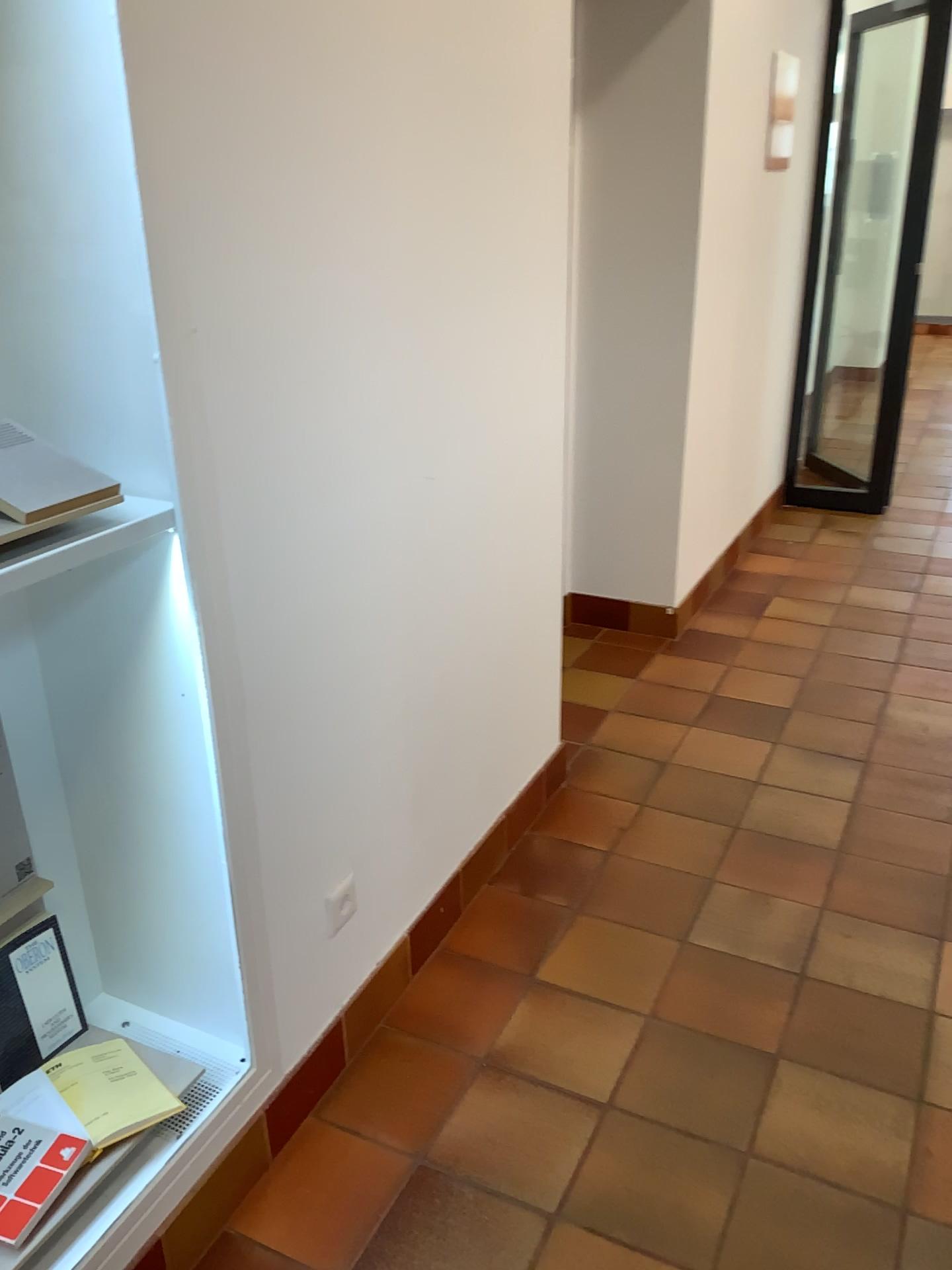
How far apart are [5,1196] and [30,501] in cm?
98

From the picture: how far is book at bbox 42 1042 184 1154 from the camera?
1.56m

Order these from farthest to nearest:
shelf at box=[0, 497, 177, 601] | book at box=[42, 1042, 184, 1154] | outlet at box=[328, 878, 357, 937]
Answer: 1. outlet at box=[328, 878, 357, 937]
2. book at box=[42, 1042, 184, 1154]
3. shelf at box=[0, 497, 177, 601]

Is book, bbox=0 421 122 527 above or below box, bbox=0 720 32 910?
above

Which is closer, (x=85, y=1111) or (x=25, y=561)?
(x=25, y=561)

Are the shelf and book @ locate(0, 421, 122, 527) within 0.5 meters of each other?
yes

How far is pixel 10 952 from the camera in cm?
167

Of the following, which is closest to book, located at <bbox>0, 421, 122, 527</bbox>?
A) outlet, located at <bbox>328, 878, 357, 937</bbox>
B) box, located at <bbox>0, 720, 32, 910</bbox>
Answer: box, located at <bbox>0, 720, 32, 910</bbox>

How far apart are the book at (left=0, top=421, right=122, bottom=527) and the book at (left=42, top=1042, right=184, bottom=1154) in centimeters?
90cm

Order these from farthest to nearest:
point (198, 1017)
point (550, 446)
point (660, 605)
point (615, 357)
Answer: point (660, 605)
point (615, 357)
point (550, 446)
point (198, 1017)
